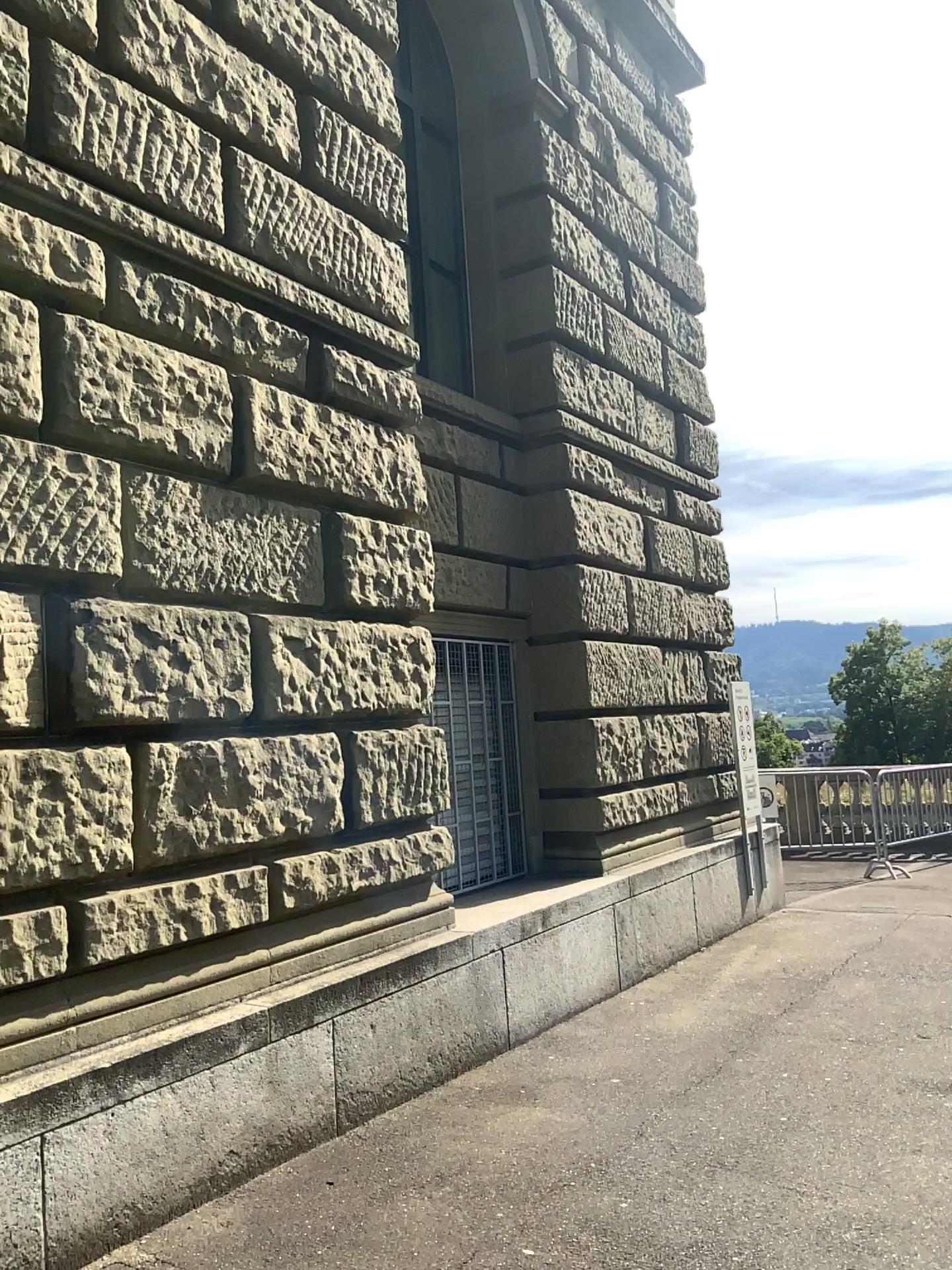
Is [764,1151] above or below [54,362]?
below
